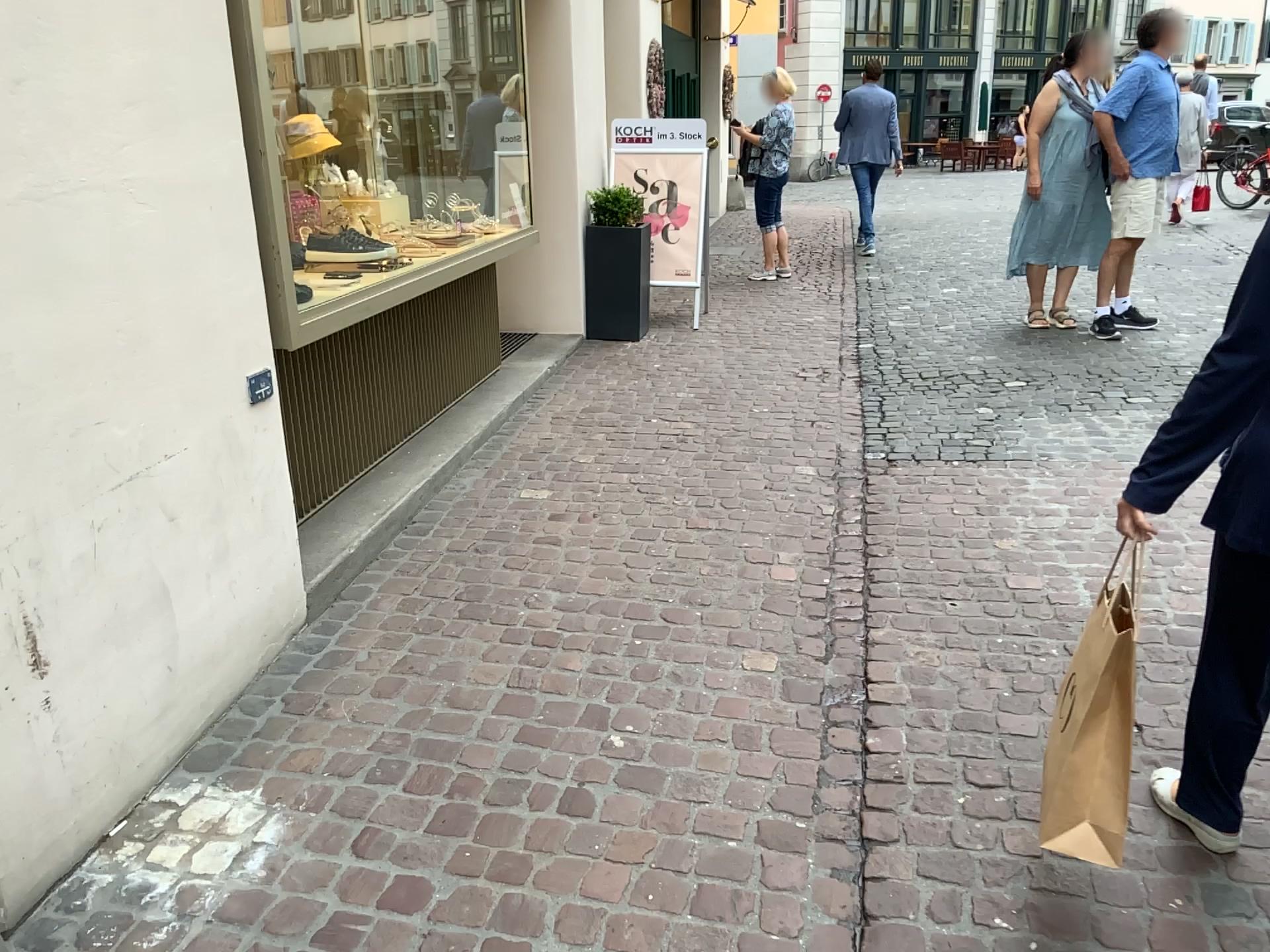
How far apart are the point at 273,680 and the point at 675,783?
1.13m

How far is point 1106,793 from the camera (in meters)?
1.71

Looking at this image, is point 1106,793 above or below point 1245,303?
below

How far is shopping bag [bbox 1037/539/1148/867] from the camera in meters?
1.7 m
